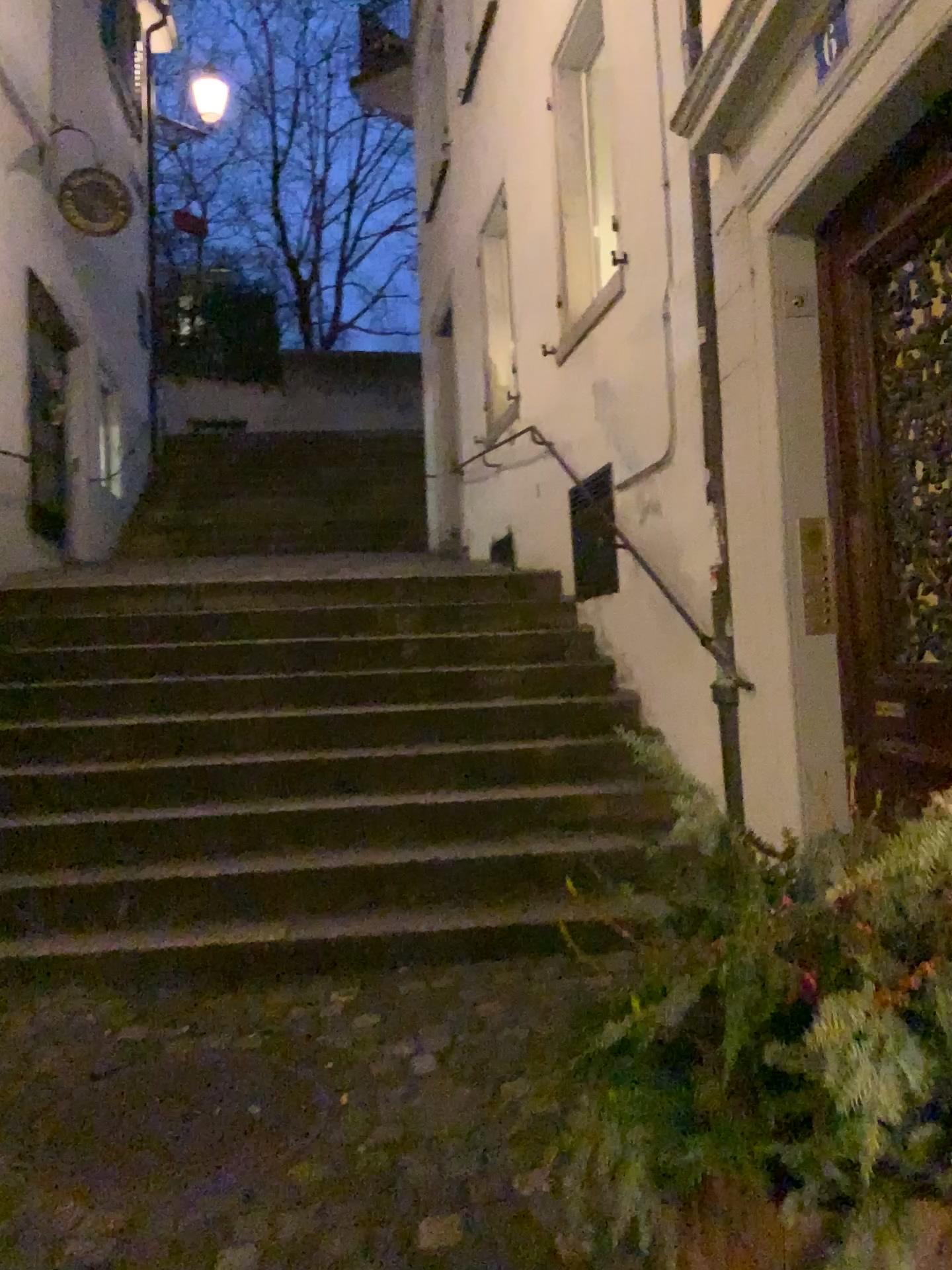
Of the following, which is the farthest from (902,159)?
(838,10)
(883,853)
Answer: (883,853)

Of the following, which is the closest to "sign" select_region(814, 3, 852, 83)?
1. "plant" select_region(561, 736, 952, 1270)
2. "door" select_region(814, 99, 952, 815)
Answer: "door" select_region(814, 99, 952, 815)

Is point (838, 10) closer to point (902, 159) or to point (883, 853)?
point (902, 159)

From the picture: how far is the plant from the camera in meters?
1.0

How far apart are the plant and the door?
1.5m

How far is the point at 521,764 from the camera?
4.4m

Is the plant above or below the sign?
below

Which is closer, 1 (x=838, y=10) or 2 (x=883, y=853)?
2 (x=883, y=853)

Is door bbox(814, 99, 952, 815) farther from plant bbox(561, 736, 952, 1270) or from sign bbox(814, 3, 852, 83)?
plant bbox(561, 736, 952, 1270)

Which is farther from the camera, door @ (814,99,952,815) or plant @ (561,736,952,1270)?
door @ (814,99,952,815)
